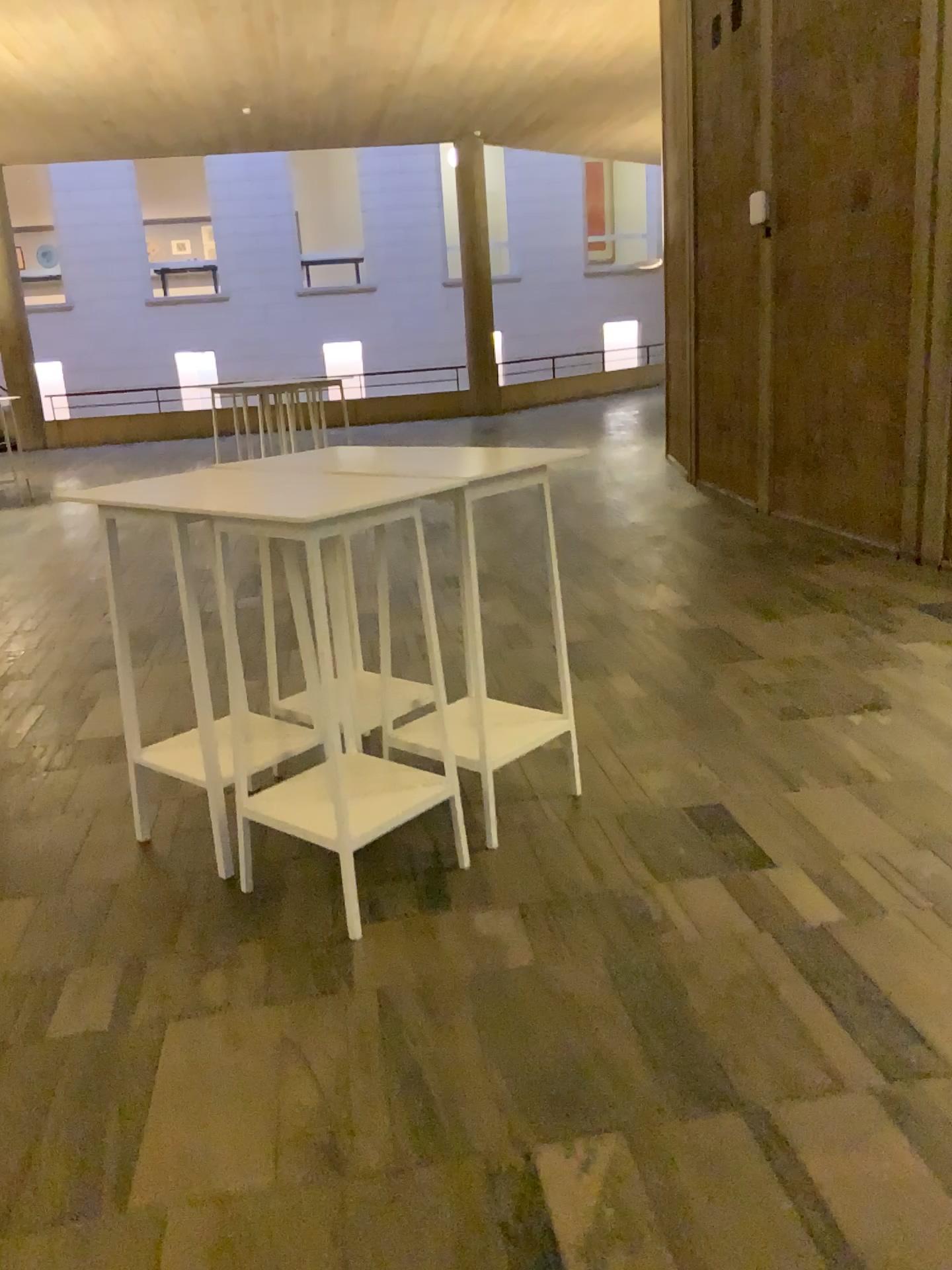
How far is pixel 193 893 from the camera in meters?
3.1 m

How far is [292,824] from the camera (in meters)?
2.90

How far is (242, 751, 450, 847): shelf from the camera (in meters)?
2.90
